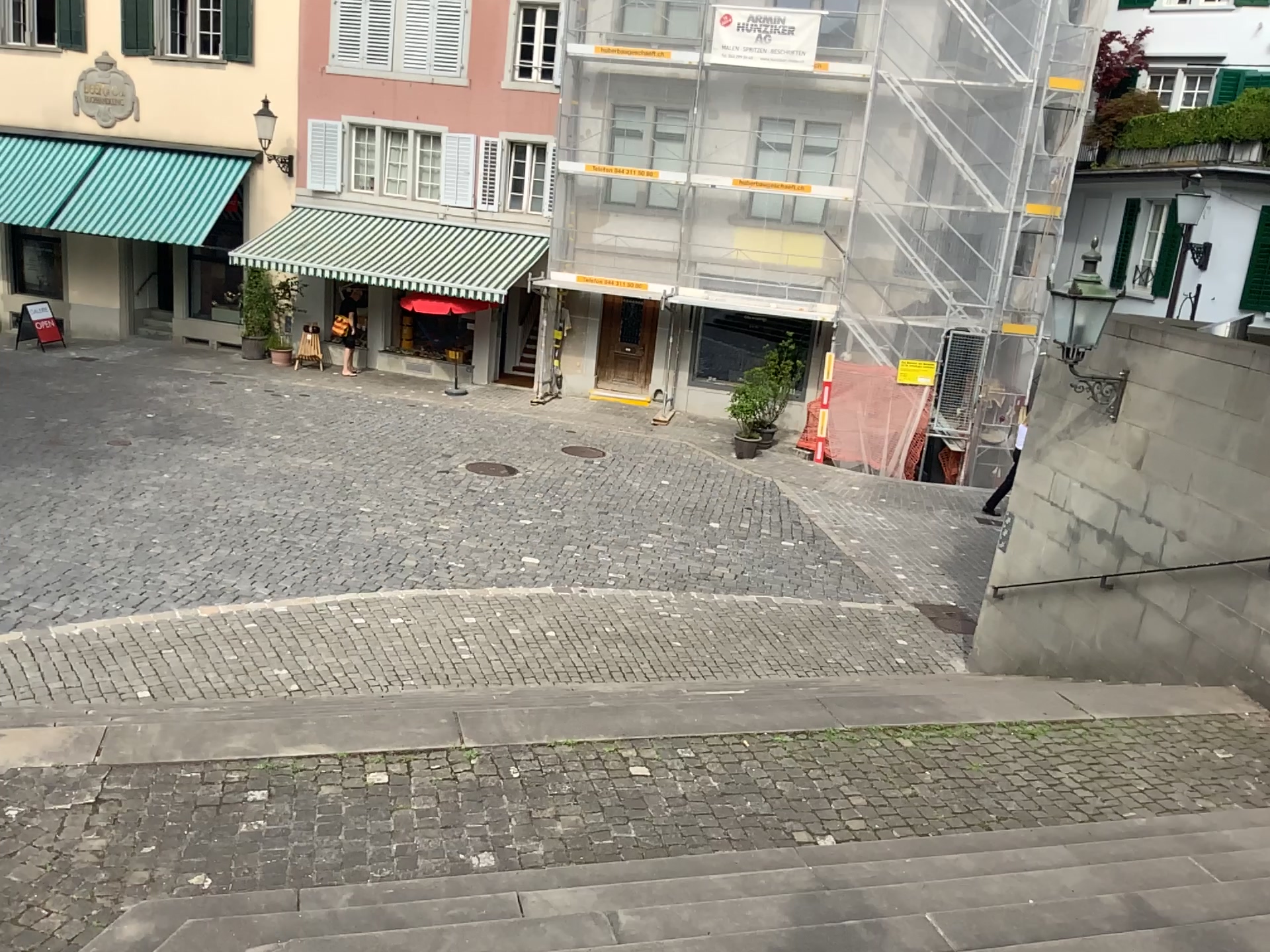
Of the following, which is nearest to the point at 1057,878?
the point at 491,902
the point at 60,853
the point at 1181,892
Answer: the point at 1181,892
